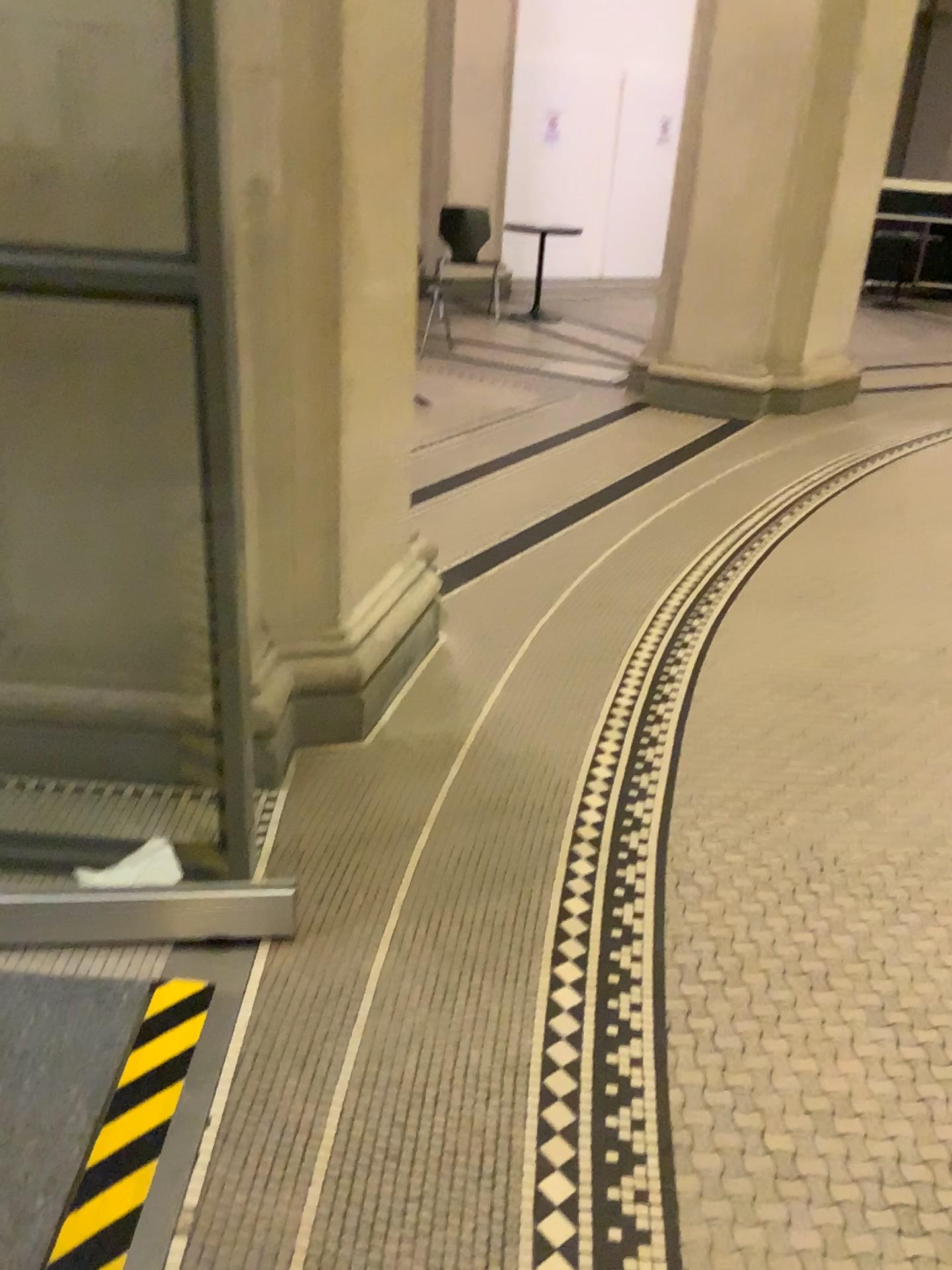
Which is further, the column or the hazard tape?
the column

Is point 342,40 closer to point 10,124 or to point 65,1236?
point 10,124

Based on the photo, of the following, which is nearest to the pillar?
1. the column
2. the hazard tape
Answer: the column

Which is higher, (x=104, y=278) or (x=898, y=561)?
(x=104, y=278)

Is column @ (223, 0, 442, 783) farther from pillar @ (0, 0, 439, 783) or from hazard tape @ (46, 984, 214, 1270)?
hazard tape @ (46, 984, 214, 1270)

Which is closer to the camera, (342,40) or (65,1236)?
(65,1236)

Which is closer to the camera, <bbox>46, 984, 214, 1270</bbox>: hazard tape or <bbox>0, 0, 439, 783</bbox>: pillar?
<bbox>46, 984, 214, 1270</bbox>: hazard tape

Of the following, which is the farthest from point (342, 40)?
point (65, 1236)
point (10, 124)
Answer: point (65, 1236)
